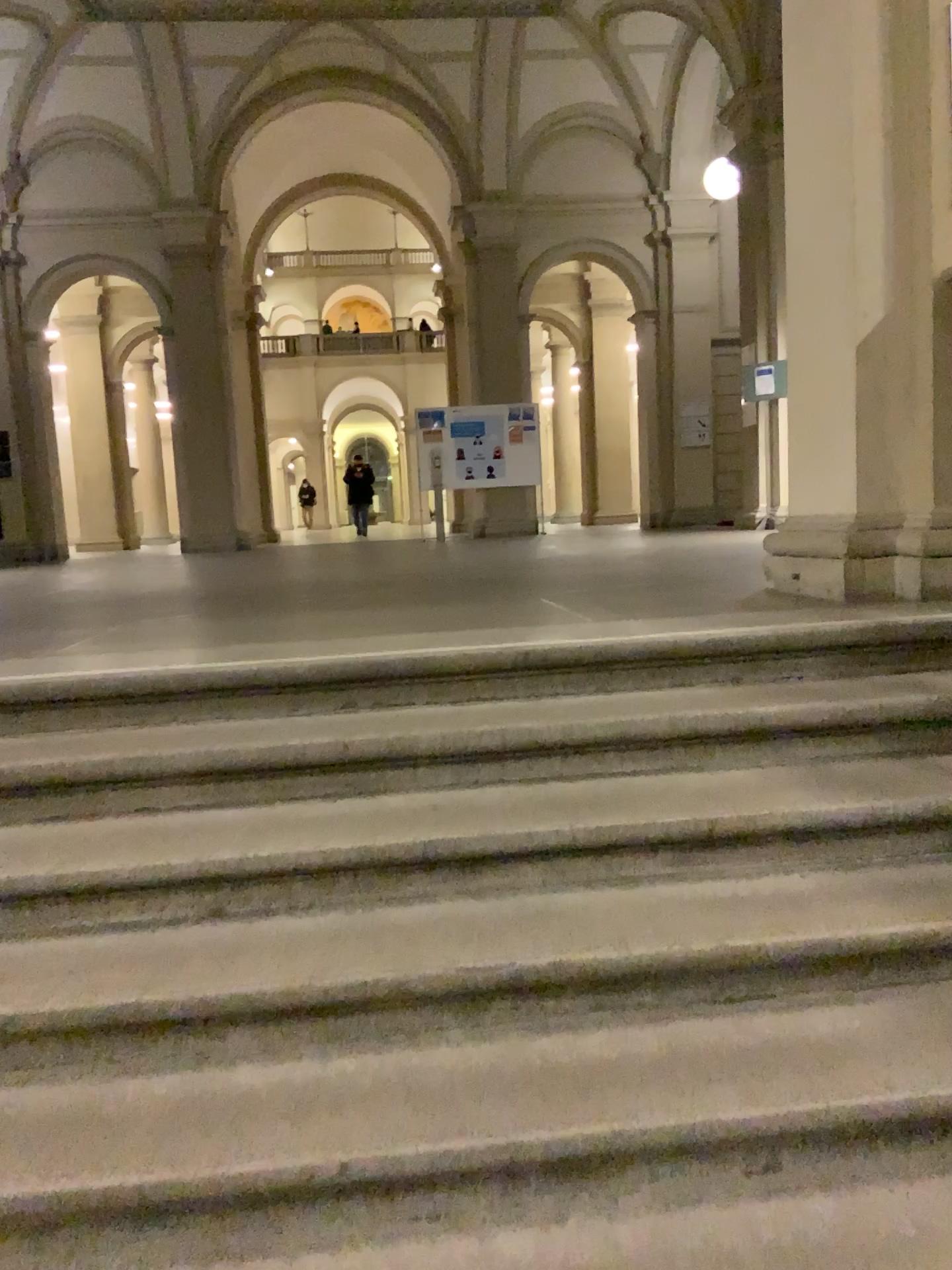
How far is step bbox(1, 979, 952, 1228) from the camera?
1.61m

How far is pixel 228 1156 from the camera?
1.6 meters

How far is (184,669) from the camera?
2.8 meters
